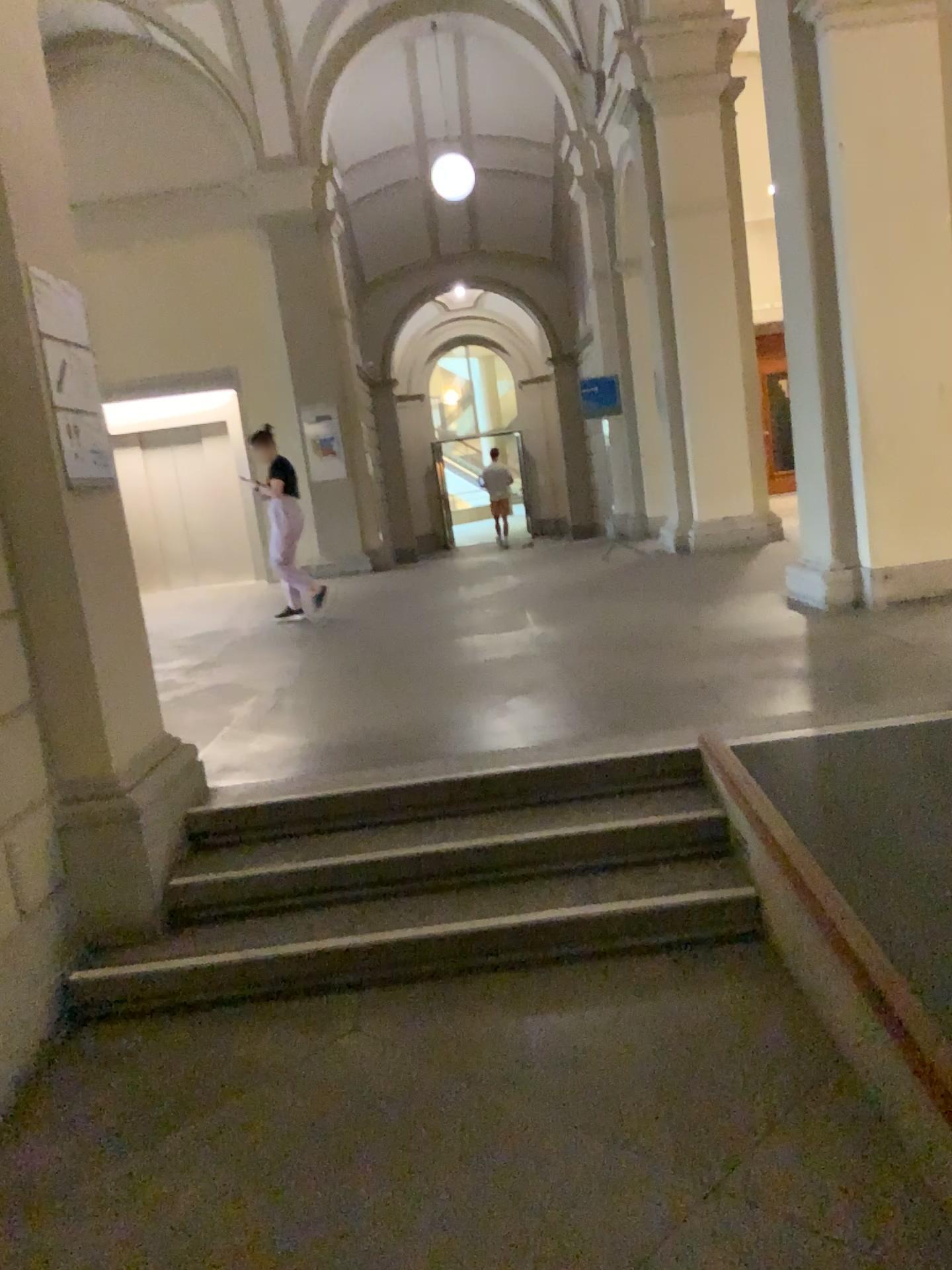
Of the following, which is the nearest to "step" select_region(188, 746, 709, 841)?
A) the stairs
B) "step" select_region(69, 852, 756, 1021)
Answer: the stairs

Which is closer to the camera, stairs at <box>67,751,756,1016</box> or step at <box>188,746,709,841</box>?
stairs at <box>67,751,756,1016</box>

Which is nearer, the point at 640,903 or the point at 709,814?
the point at 640,903

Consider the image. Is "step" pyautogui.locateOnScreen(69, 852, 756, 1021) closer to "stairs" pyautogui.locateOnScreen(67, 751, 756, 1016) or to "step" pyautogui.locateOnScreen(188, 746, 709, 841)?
"stairs" pyautogui.locateOnScreen(67, 751, 756, 1016)

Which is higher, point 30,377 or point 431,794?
→ point 30,377

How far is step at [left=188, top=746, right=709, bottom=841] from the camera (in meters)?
3.66

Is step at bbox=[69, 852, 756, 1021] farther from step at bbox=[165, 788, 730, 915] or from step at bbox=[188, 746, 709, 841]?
step at bbox=[188, 746, 709, 841]

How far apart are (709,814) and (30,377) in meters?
2.5

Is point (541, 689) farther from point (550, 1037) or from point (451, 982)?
point (550, 1037)

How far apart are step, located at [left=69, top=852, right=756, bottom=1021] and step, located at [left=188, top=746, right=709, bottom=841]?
0.50m
